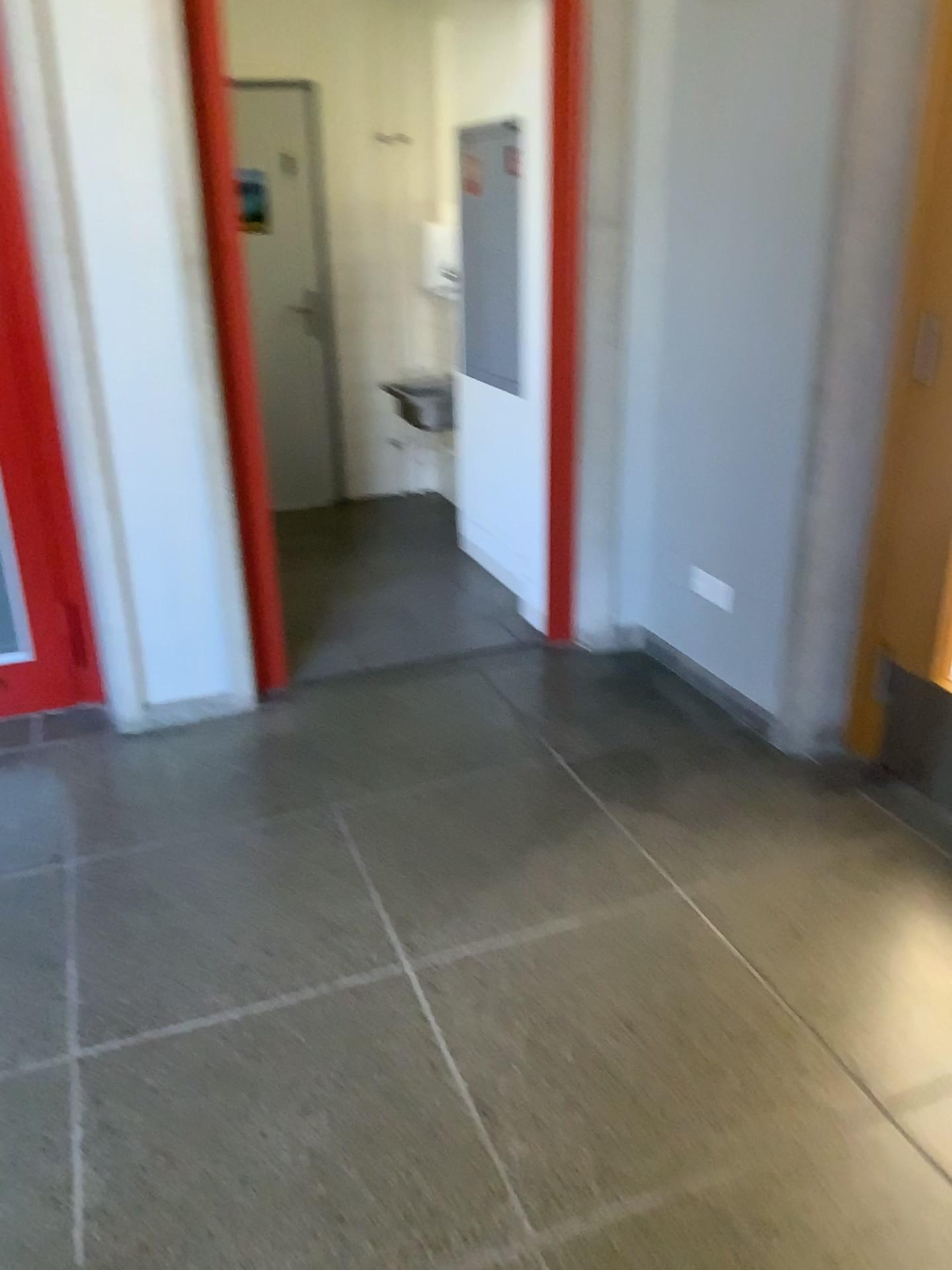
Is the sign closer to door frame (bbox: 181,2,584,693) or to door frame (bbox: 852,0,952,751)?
door frame (bbox: 181,2,584,693)

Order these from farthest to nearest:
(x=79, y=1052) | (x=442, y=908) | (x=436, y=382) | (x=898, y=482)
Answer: (x=436, y=382), (x=898, y=482), (x=442, y=908), (x=79, y=1052)

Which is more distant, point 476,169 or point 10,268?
point 476,169

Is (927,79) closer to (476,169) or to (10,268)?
(476,169)

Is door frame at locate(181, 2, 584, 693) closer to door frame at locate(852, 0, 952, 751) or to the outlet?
the outlet

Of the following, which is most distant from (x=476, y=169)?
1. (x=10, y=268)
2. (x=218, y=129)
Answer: (x=10, y=268)

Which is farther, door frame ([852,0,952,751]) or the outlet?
the outlet

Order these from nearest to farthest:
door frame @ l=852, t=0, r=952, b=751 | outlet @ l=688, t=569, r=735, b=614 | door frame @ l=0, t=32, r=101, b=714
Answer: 1. door frame @ l=852, t=0, r=952, b=751
2. door frame @ l=0, t=32, r=101, b=714
3. outlet @ l=688, t=569, r=735, b=614

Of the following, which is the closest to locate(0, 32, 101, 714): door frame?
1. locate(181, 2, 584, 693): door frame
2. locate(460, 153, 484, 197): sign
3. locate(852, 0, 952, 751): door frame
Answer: locate(181, 2, 584, 693): door frame

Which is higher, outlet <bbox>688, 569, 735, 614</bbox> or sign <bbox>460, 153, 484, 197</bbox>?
sign <bbox>460, 153, 484, 197</bbox>
